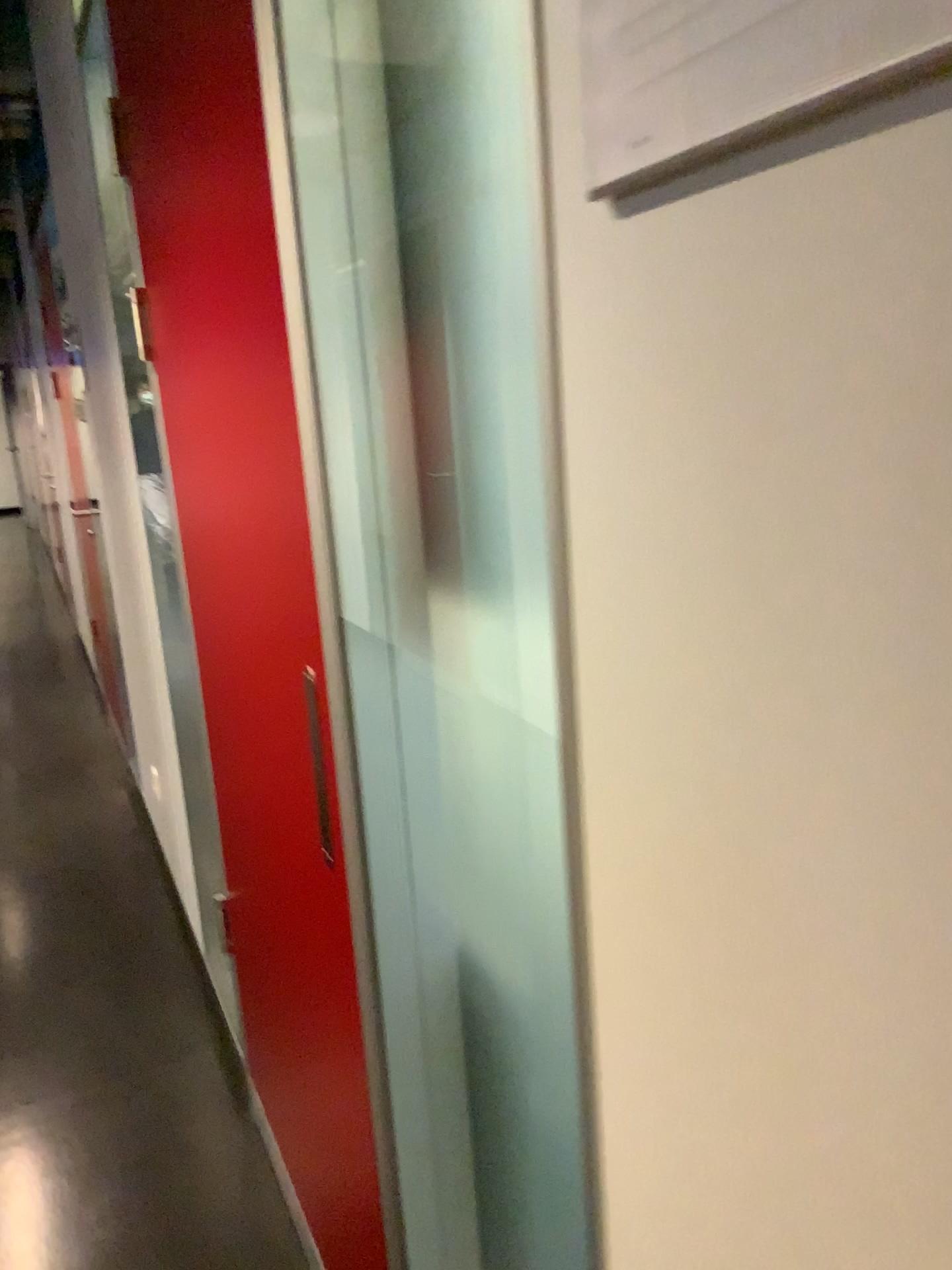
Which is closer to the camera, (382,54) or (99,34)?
(382,54)

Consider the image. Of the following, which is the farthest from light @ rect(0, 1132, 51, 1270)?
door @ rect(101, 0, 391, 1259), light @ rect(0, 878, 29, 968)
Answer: light @ rect(0, 878, 29, 968)

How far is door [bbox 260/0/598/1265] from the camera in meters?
0.9 m

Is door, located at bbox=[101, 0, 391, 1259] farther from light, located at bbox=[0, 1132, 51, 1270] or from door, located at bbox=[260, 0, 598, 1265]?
light, located at bbox=[0, 1132, 51, 1270]

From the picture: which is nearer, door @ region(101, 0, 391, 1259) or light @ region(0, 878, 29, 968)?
door @ region(101, 0, 391, 1259)

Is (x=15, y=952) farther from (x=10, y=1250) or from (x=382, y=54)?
(x=382, y=54)

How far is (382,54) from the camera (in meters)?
0.93

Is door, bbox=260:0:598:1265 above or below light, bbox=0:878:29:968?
above

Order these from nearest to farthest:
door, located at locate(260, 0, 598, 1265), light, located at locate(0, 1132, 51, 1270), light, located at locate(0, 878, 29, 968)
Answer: door, located at locate(260, 0, 598, 1265)
light, located at locate(0, 1132, 51, 1270)
light, located at locate(0, 878, 29, 968)

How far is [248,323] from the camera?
1.1m
